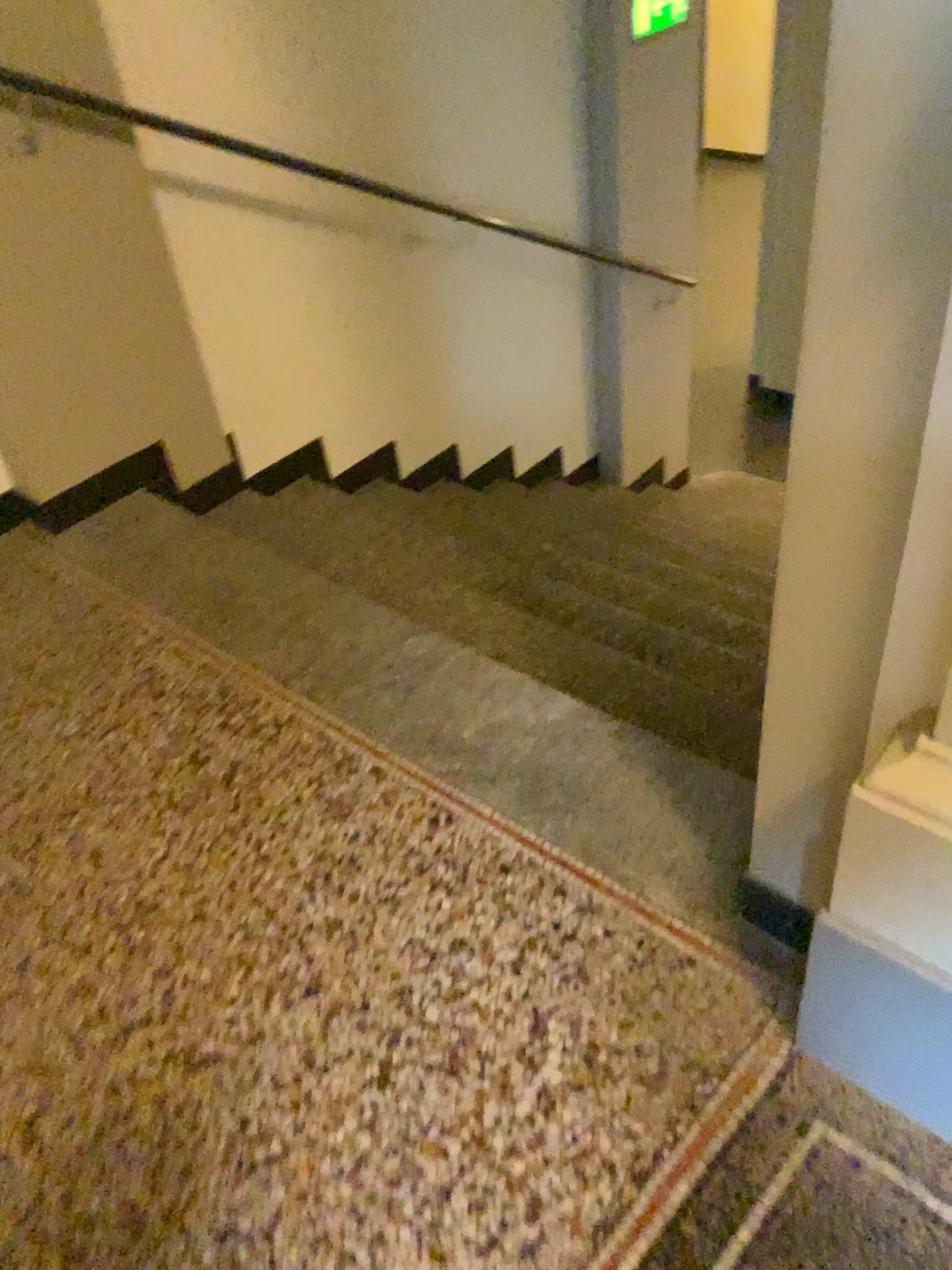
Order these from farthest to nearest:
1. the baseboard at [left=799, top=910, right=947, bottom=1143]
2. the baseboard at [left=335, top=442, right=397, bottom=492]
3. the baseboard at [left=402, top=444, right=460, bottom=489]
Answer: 1. the baseboard at [left=402, top=444, right=460, bottom=489]
2. the baseboard at [left=335, top=442, right=397, bottom=492]
3. the baseboard at [left=799, top=910, right=947, bottom=1143]

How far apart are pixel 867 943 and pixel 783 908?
0.30m

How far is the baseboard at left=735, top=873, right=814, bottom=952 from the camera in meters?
1.4 m

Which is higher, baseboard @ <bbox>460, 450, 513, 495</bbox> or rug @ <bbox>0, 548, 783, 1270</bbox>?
rug @ <bbox>0, 548, 783, 1270</bbox>

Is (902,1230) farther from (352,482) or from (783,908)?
(352,482)

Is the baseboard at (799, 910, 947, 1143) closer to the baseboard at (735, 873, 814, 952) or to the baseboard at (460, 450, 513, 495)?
the baseboard at (735, 873, 814, 952)

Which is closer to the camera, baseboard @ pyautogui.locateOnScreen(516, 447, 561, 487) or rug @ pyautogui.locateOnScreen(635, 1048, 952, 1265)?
rug @ pyautogui.locateOnScreen(635, 1048, 952, 1265)

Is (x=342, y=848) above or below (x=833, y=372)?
below

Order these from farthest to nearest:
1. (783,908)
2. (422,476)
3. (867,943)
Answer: (422,476)
(783,908)
(867,943)

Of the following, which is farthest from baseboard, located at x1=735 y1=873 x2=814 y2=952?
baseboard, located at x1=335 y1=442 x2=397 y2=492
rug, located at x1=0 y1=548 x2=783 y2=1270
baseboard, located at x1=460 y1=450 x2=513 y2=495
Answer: baseboard, located at x1=460 y1=450 x2=513 y2=495
